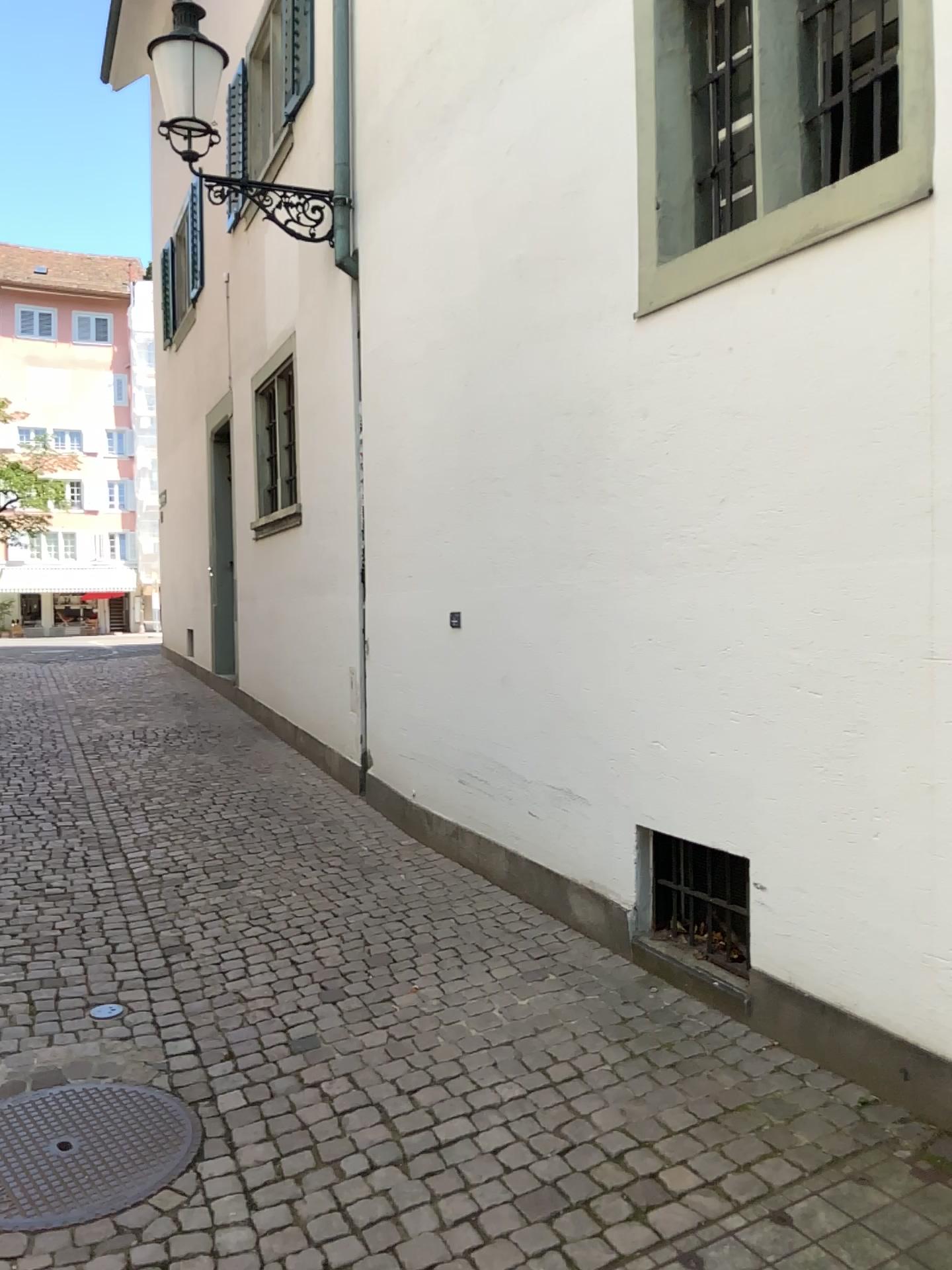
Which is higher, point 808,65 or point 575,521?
point 808,65
